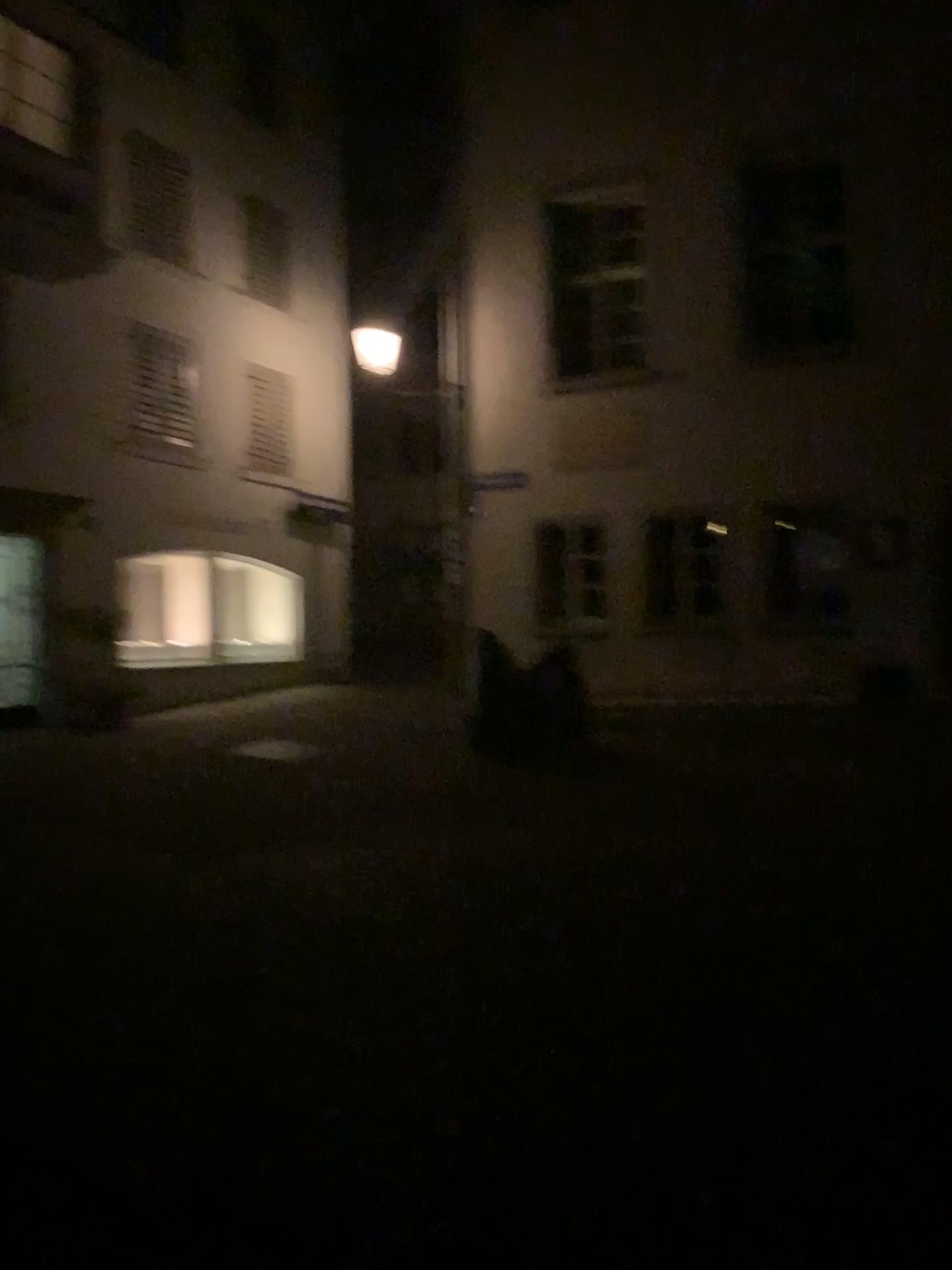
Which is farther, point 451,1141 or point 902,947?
point 902,947
